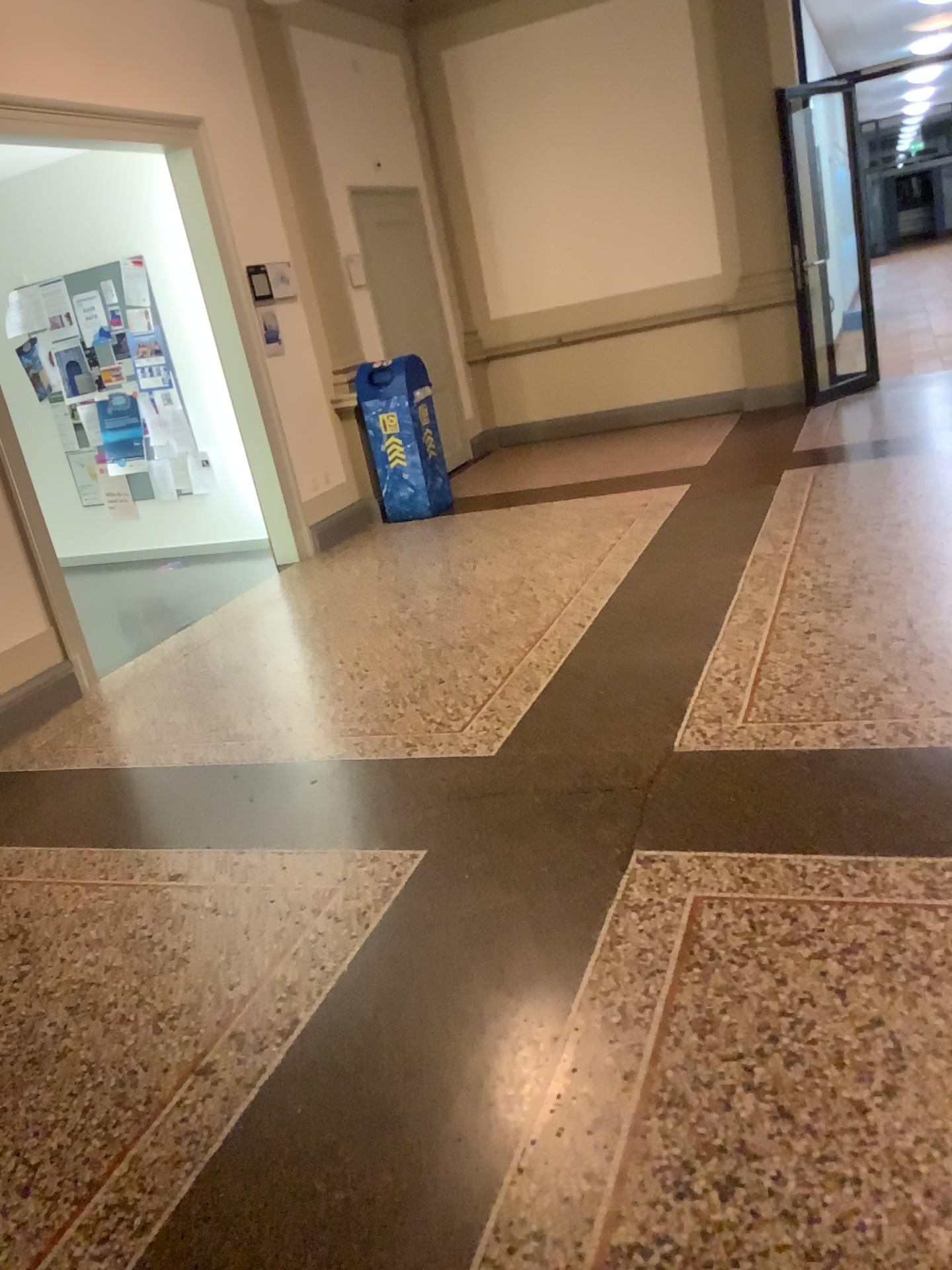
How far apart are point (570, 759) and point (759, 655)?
0.9m
